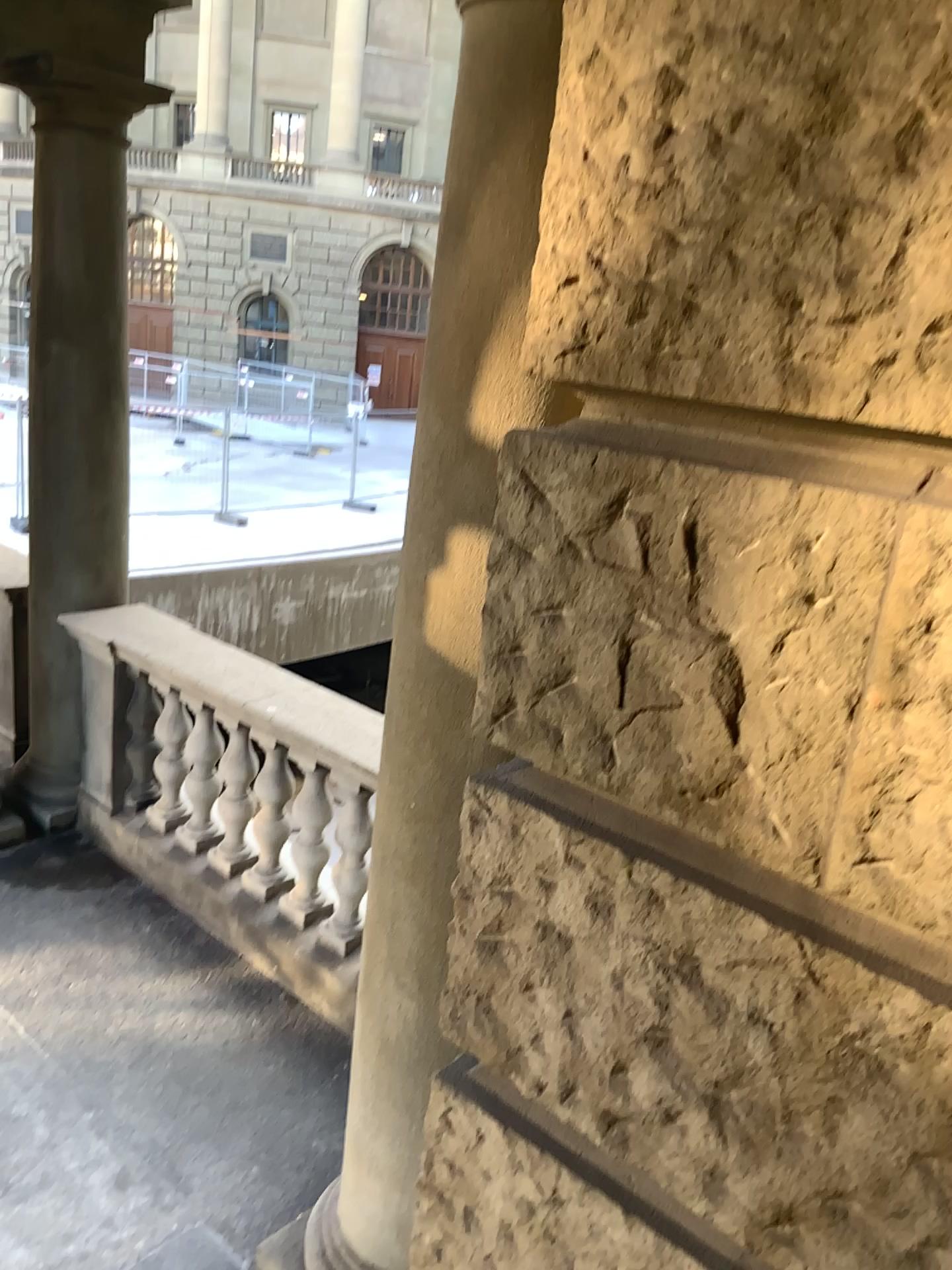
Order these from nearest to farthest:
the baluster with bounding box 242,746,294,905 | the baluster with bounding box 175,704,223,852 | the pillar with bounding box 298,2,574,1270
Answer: the pillar with bounding box 298,2,574,1270 → the baluster with bounding box 242,746,294,905 → the baluster with bounding box 175,704,223,852

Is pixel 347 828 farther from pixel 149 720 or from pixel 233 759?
pixel 149 720

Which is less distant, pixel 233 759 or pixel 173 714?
pixel 233 759

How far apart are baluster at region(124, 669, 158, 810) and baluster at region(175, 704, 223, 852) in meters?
0.3 m

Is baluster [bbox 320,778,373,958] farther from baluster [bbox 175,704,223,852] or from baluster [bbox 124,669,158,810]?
baluster [bbox 124,669,158,810]

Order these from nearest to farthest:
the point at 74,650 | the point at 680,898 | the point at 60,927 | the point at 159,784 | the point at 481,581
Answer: the point at 680,898, the point at 481,581, the point at 60,927, the point at 159,784, the point at 74,650

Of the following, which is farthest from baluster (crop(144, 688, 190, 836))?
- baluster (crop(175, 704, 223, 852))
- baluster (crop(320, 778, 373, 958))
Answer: baluster (crop(320, 778, 373, 958))

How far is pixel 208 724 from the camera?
4.2m

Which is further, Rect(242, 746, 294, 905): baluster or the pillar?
Rect(242, 746, 294, 905): baluster

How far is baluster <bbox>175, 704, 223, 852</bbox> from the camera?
4.20m
